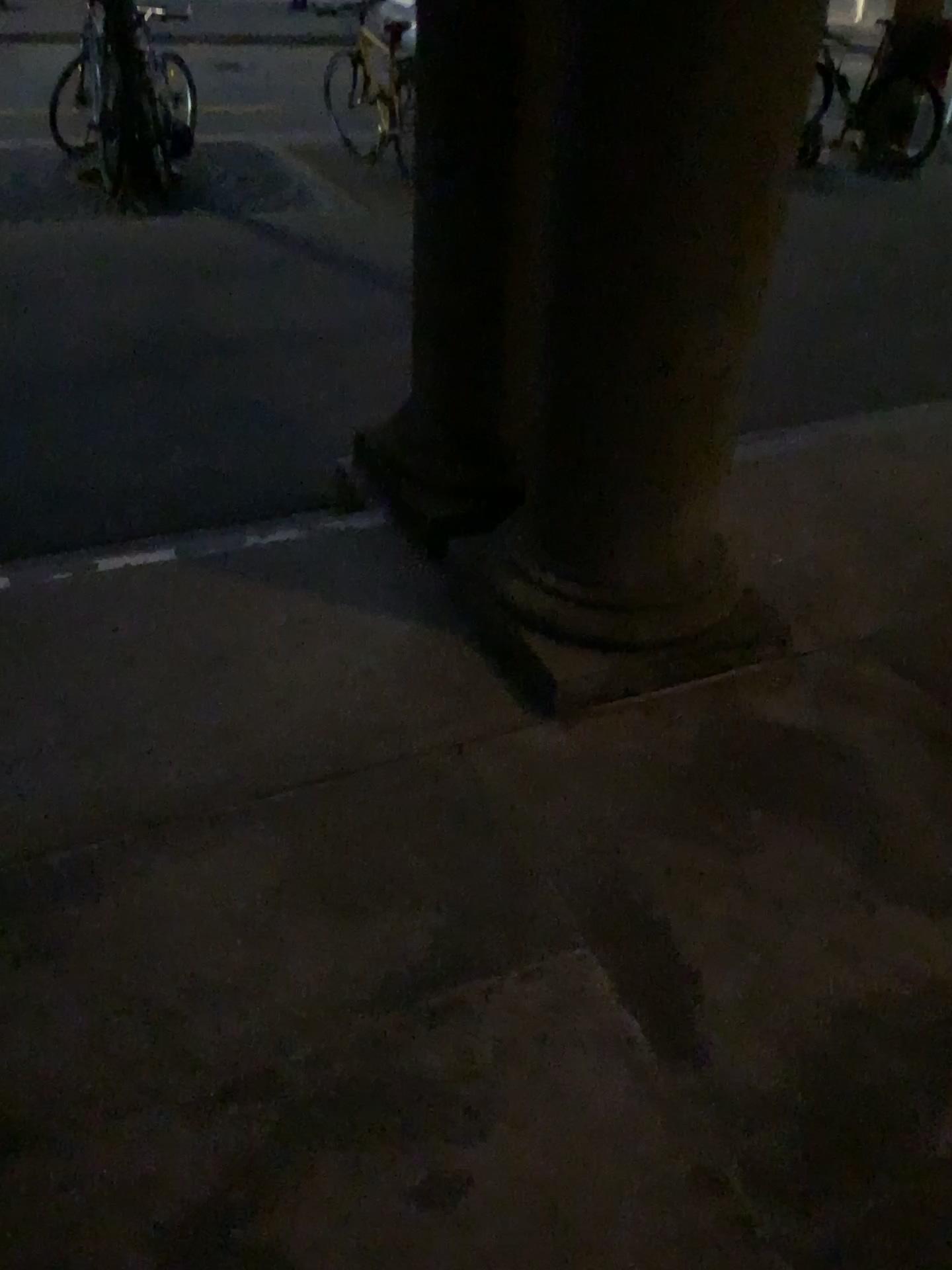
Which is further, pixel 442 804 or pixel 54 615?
pixel 54 615

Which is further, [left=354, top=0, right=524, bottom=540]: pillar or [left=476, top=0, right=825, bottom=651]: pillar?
[left=354, top=0, right=524, bottom=540]: pillar

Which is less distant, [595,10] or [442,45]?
[595,10]
